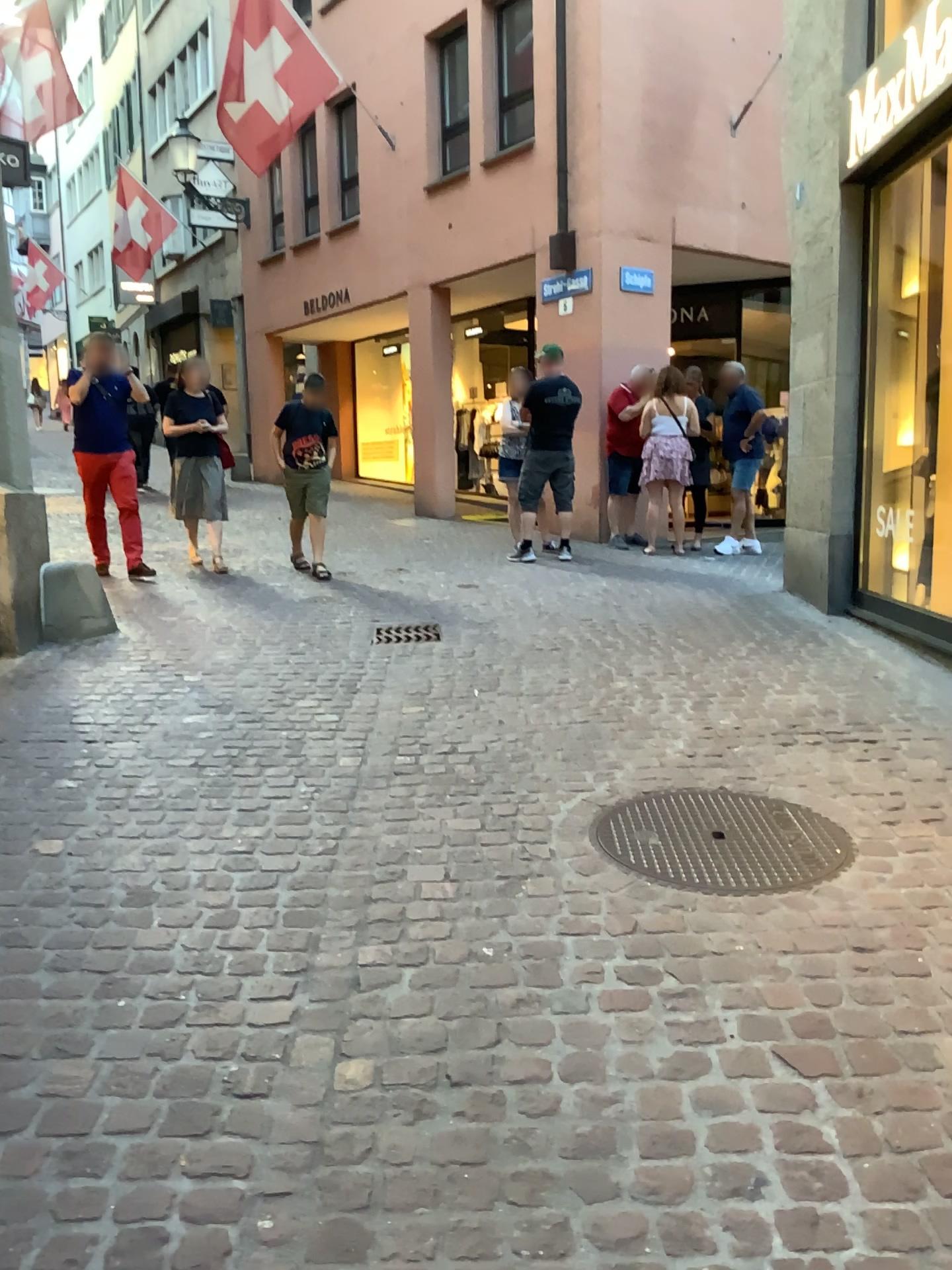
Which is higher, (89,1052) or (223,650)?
(223,650)
